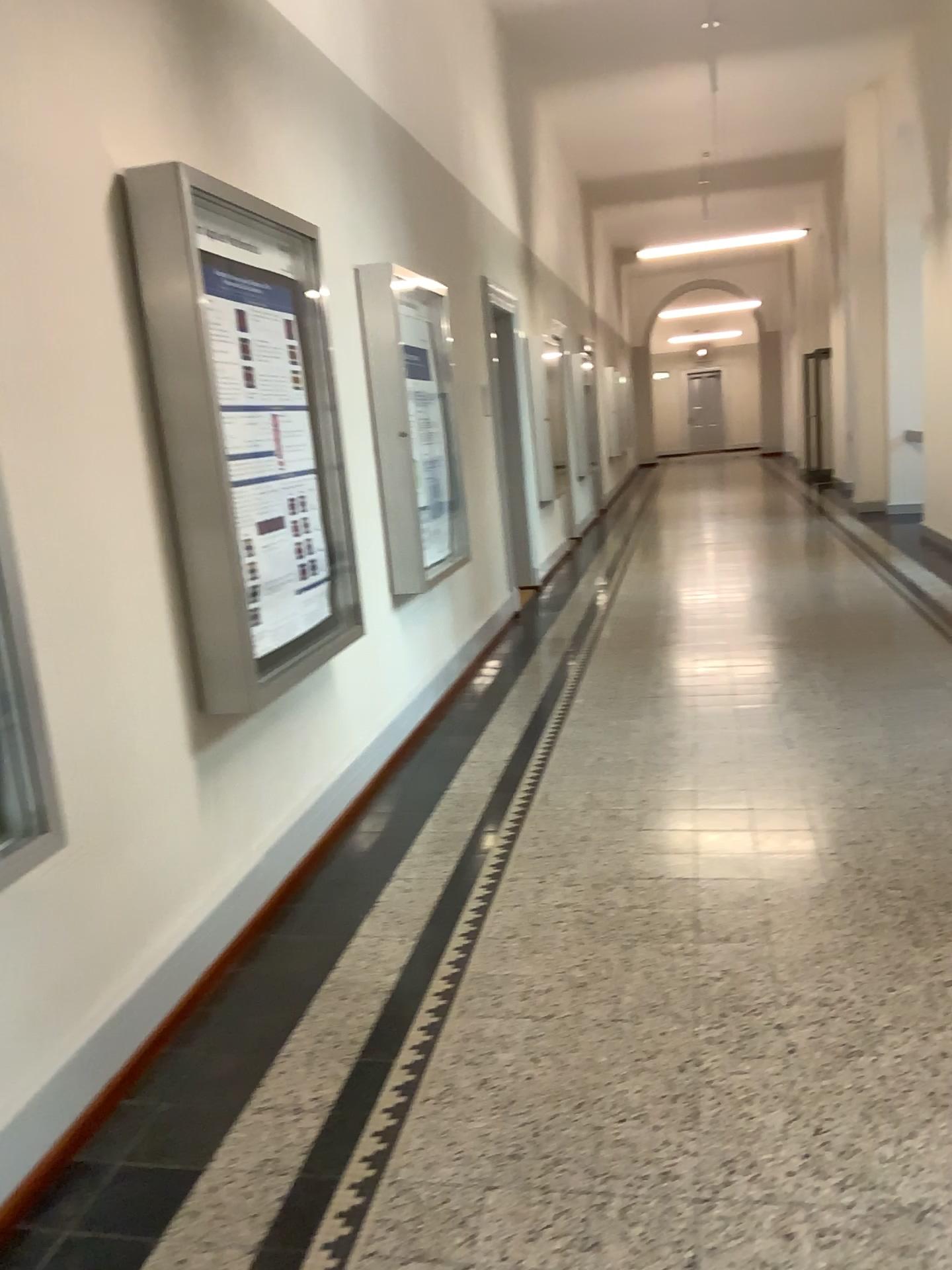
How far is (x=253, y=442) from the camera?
3.33m
